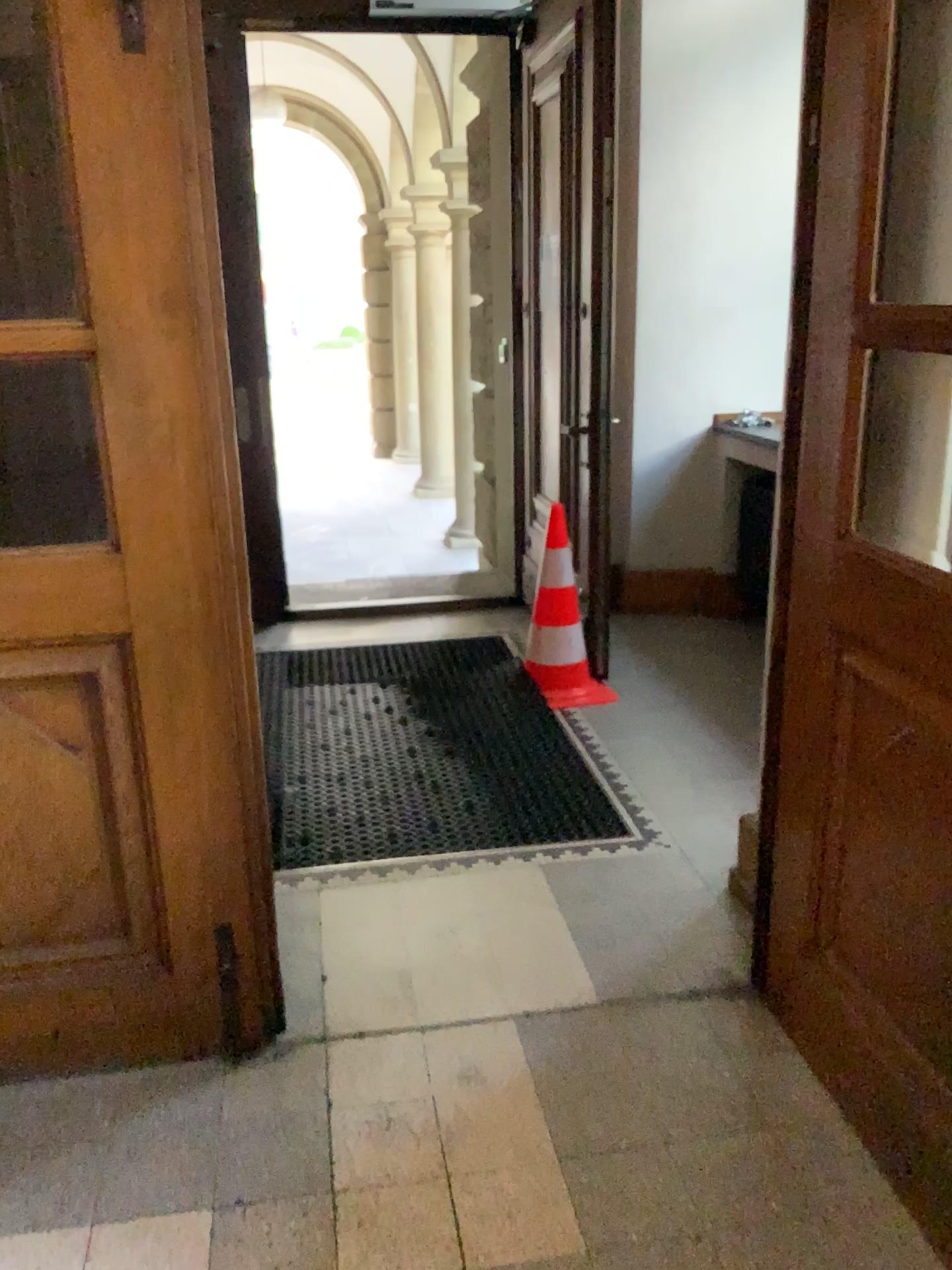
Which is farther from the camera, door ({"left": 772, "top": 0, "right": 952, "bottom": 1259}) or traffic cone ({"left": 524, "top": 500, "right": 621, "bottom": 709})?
traffic cone ({"left": 524, "top": 500, "right": 621, "bottom": 709})

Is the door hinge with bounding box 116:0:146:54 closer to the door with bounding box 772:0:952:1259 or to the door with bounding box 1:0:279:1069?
the door with bounding box 1:0:279:1069

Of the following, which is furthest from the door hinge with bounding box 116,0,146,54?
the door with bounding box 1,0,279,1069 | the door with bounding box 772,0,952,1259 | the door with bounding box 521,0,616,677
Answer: the door with bounding box 521,0,616,677

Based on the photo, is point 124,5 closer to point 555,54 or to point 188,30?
point 188,30

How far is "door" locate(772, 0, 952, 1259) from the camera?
1.7 meters

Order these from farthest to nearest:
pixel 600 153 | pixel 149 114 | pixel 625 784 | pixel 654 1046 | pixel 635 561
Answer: pixel 635 561, pixel 600 153, pixel 625 784, pixel 654 1046, pixel 149 114

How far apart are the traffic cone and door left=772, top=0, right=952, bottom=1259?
1.8 meters

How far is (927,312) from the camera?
1.66m

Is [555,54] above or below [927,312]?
above

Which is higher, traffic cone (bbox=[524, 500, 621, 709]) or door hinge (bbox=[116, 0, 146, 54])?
door hinge (bbox=[116, 0, 146, 54])
